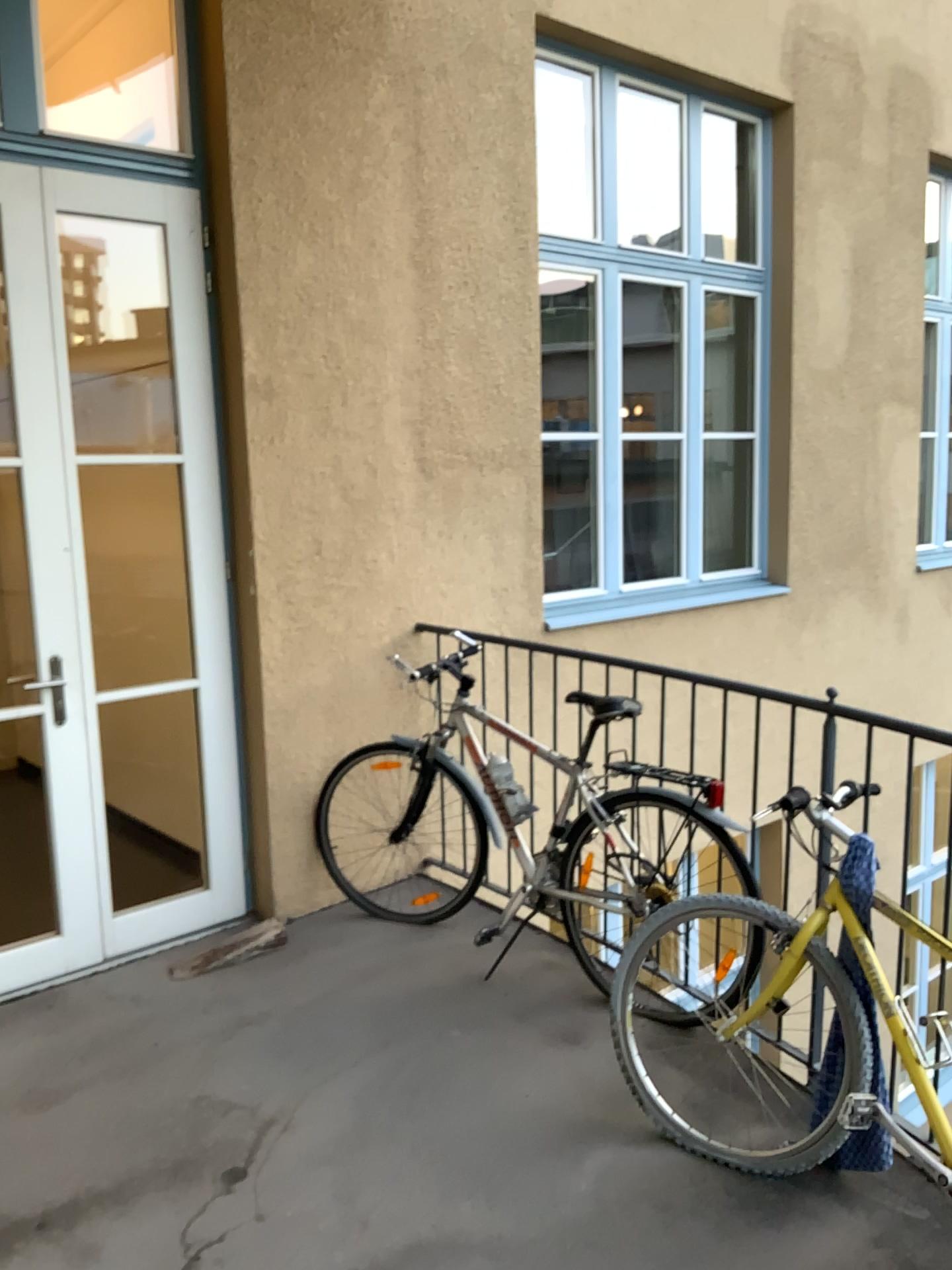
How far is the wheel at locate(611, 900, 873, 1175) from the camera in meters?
2.4 m

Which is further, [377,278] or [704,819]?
[377,278]

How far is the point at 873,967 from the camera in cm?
230

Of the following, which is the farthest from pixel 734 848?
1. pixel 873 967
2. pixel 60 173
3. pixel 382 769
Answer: pixel 60 173

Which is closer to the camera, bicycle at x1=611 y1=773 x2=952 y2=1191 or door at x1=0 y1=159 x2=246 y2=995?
Result: bicycle at x1=611 y1=773 x2=952 y2=1191

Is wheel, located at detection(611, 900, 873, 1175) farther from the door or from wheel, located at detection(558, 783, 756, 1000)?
the door

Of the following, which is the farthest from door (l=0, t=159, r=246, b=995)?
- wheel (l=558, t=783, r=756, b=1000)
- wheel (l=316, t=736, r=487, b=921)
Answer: wheel (l=558, t=783, r=756, b=1000)

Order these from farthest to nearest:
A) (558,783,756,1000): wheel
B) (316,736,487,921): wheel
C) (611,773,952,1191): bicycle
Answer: (316,736,487,921): wheel < (558,783,756,1000): wheel < (611,773,952,1191): bicycle

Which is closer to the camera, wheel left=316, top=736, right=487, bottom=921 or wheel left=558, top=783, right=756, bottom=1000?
wheel left=558, top=783, right=756, bottom=1000

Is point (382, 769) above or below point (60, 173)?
below
